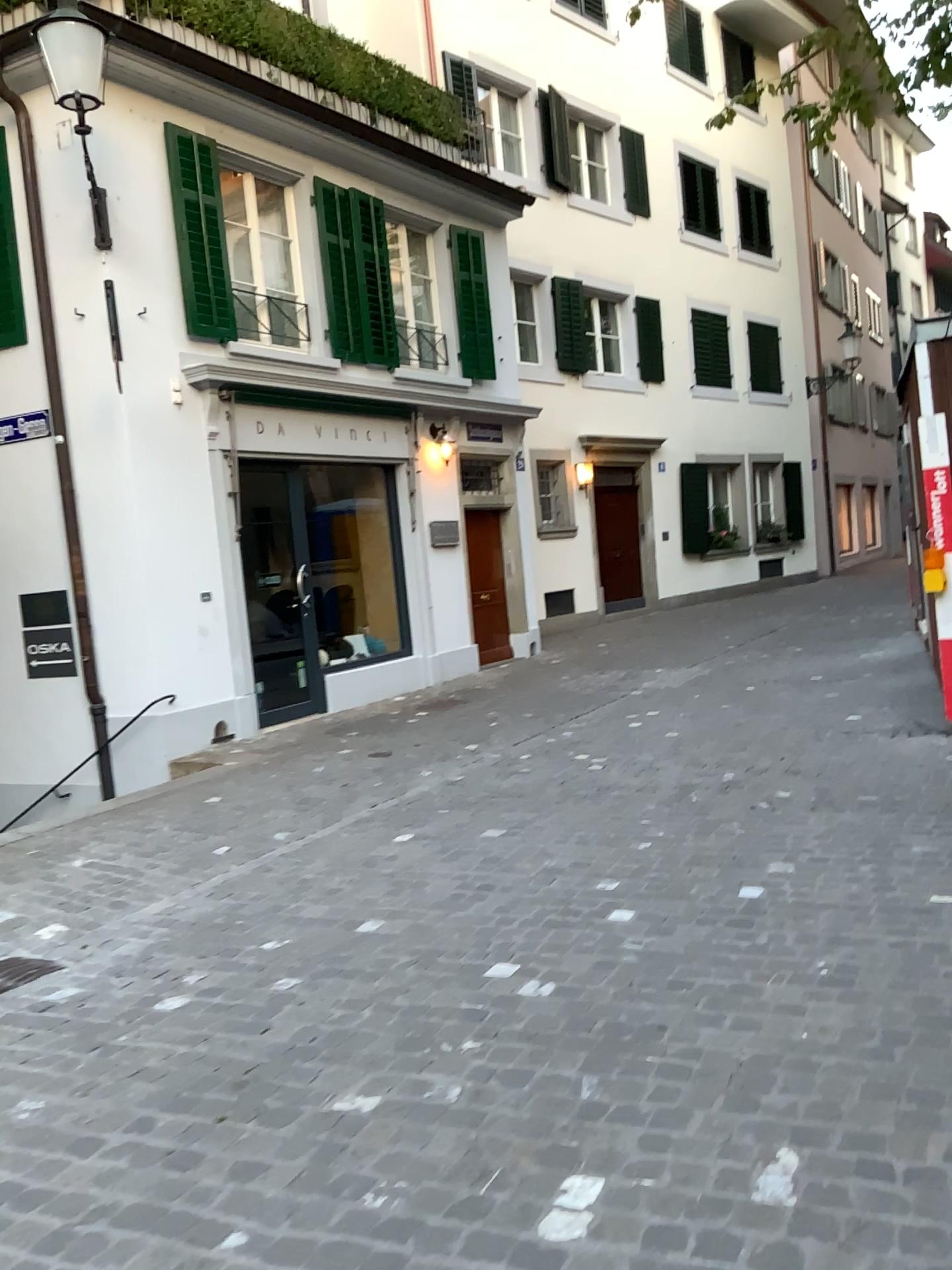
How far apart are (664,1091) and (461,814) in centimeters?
319cm
